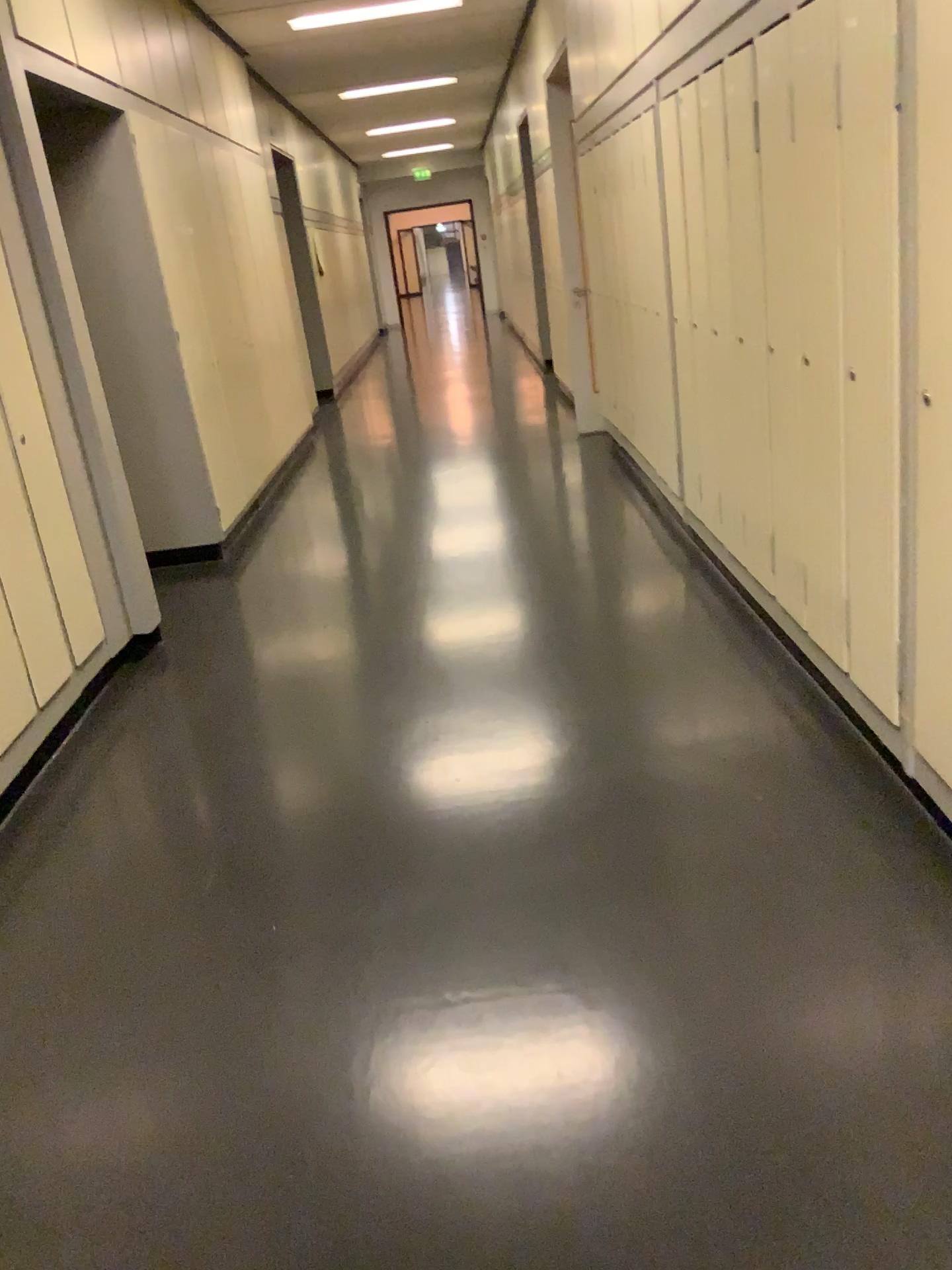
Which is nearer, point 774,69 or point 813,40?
point 813,40

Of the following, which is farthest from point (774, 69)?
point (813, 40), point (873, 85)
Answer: point (873, 85)

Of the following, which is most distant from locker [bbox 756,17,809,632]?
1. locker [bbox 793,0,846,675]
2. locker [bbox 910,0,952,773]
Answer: locker [bbox 910,0,952,773]

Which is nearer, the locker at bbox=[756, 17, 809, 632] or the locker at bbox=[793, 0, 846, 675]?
the locker at bbox=[793, 0, 846, 675]

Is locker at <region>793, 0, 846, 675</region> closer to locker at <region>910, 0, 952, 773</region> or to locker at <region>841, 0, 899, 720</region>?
locker at <region>841, 0, 899, 720</region>

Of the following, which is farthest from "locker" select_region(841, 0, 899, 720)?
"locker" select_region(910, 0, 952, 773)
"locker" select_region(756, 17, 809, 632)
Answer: "locker" select_region(756, 17, 809, 632)

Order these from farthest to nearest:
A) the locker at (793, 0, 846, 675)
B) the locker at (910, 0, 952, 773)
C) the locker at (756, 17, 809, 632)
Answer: the locker at (756, 17, 809, 632)
the locker at (793, 0, 846, 675)
the locker at (910, 0, 952, 773)

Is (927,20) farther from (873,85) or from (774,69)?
(774,69)

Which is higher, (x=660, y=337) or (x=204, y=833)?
(x=660, y=337)
